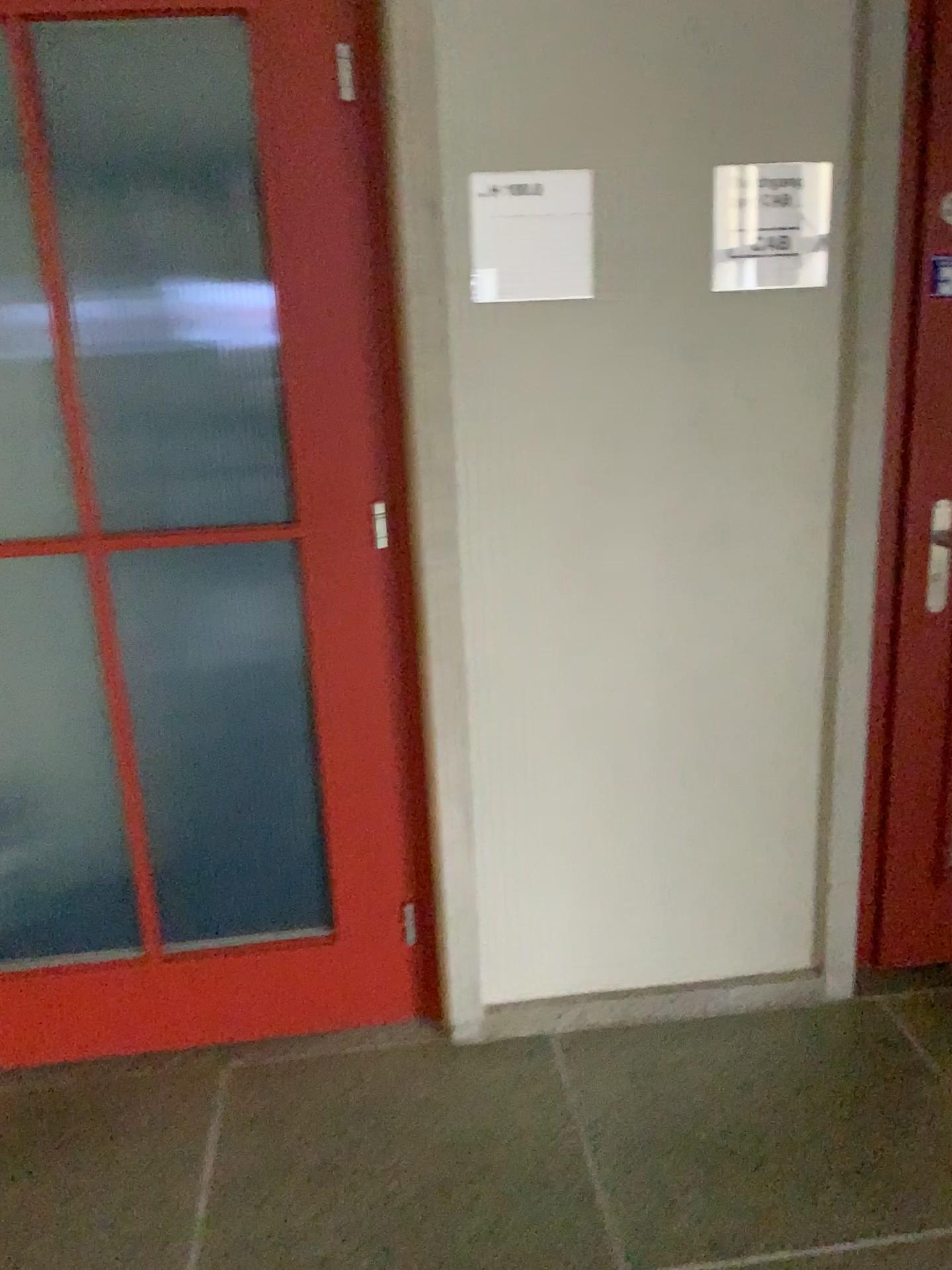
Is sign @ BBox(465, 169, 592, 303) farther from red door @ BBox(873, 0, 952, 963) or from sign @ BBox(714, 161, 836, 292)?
red door @ BBox(873, 0, 952, 963)

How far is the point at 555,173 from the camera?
1.8 meters

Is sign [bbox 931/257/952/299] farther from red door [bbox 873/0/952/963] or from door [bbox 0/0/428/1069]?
door [bbox 0/0/428/1069]

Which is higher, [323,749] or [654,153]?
[654,153]

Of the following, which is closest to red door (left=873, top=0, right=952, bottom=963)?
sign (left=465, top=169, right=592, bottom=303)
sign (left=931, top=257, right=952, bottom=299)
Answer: sign (left=931, top=257, right=952, bottom=299)

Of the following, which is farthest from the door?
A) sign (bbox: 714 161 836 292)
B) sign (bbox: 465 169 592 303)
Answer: sign (bbox: 714 161 836 292)

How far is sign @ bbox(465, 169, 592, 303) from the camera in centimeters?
182cm

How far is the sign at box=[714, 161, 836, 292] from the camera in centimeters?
186cm

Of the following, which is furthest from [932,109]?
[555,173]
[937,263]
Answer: [555,173]

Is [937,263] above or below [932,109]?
below
